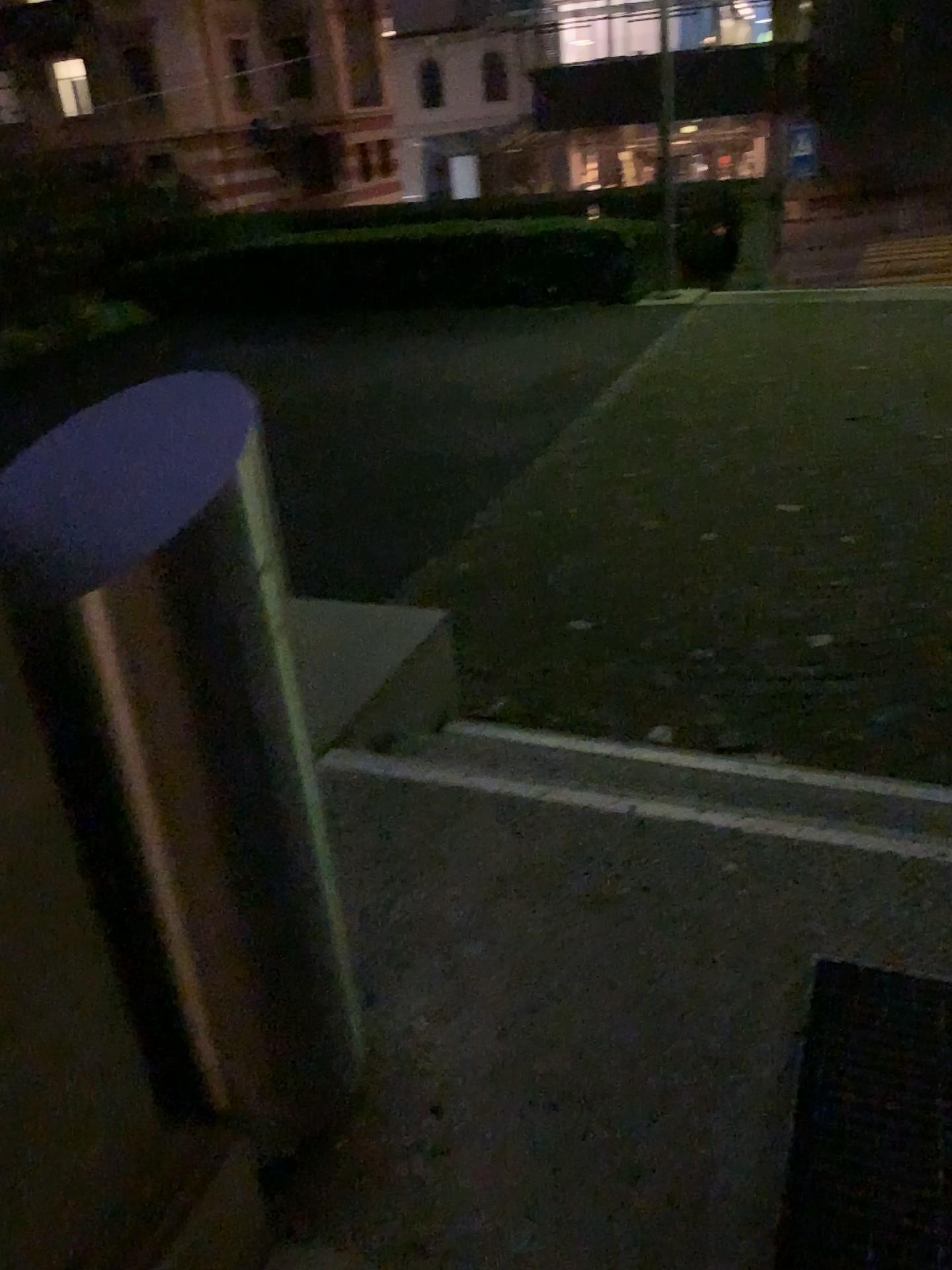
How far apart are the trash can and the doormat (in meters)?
0.62

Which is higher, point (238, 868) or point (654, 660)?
point (238, 868)

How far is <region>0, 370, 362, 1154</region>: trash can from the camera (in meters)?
1.10

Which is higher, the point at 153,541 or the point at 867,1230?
the point at 153,541

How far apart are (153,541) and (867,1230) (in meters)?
1.19

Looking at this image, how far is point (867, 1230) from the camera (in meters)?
1.31

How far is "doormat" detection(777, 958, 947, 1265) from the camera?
1.3m
